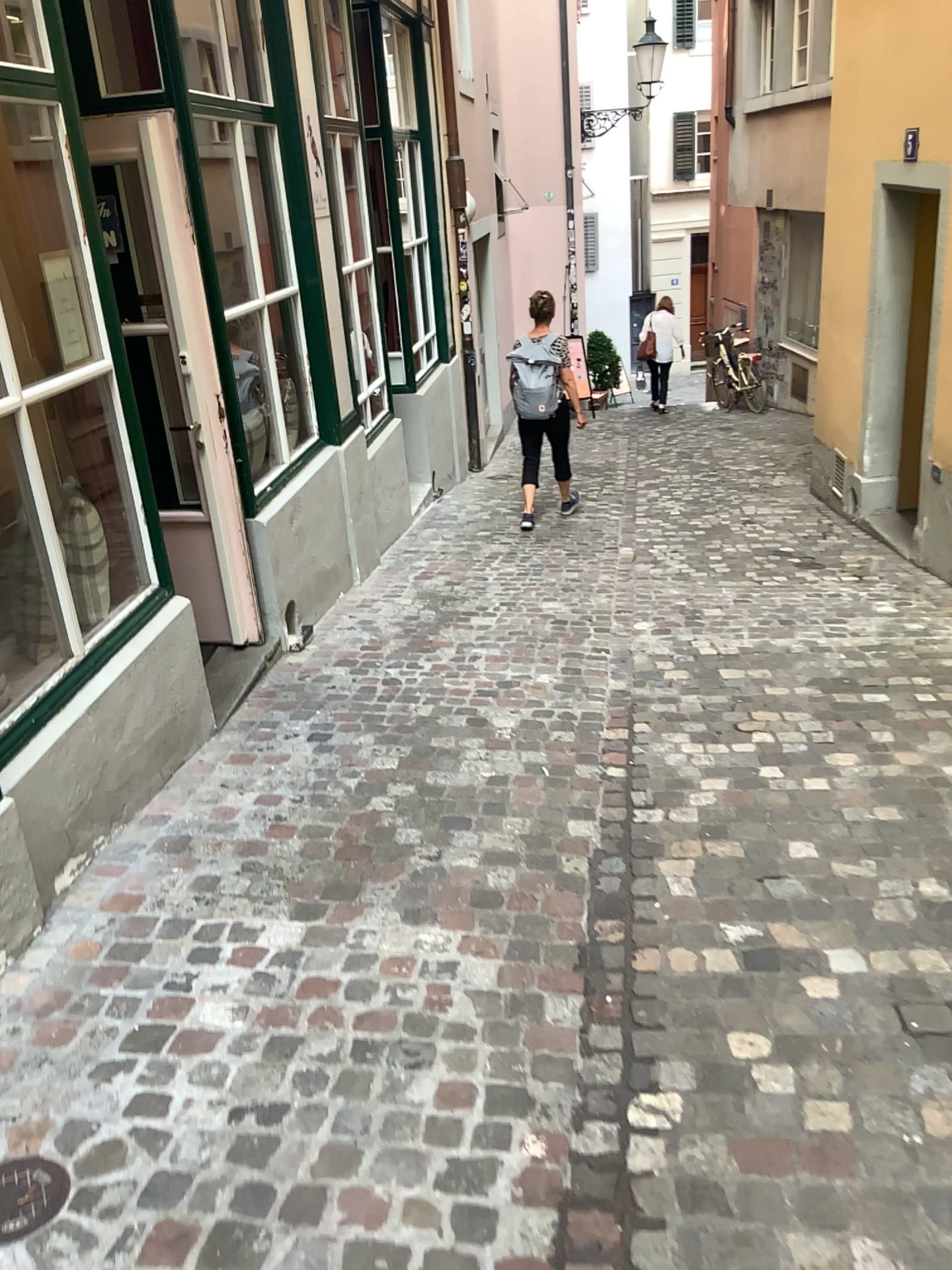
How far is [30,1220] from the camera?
1.7m

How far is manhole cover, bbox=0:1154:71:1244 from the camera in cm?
173

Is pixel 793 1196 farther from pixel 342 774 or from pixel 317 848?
pixel 342 774
